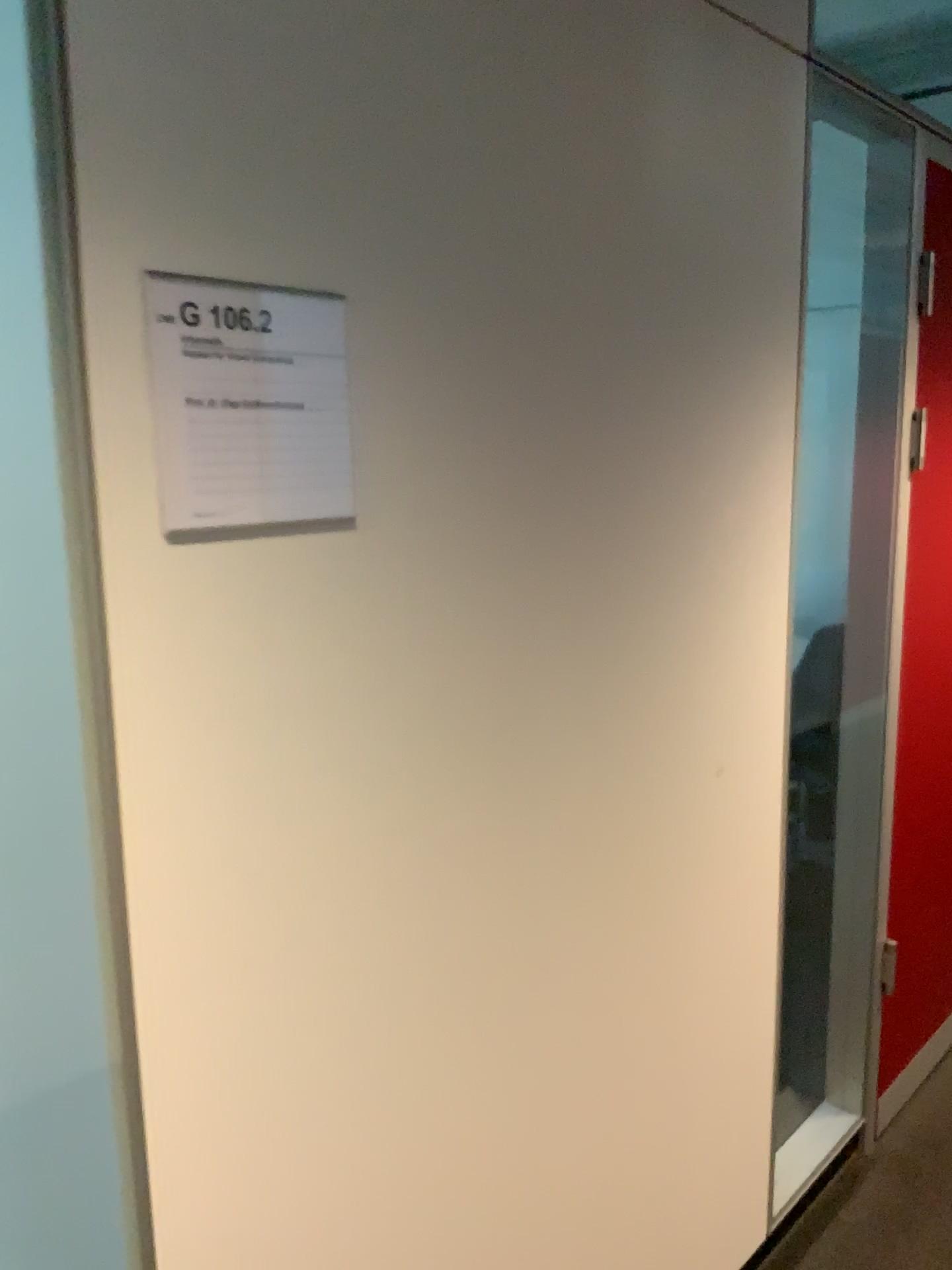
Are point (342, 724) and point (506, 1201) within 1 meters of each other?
yes

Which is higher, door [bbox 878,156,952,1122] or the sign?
the sign

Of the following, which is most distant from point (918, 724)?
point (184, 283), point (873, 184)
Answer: point (184, 283)

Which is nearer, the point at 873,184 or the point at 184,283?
the point at 184,283

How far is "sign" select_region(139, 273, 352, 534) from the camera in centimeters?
90cm

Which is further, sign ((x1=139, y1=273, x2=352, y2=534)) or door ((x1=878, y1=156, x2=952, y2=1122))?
door ((x1=878, y1=156, x2=952, y2=1122))

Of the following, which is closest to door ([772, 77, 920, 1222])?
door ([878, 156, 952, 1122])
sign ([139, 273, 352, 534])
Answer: door ([878, 156, 952, 1122])

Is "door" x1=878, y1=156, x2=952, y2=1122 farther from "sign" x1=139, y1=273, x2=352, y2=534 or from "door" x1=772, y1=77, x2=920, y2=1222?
"sign" x1=139, y1=273, x2=352, y2=534

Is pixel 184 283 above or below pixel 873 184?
below
